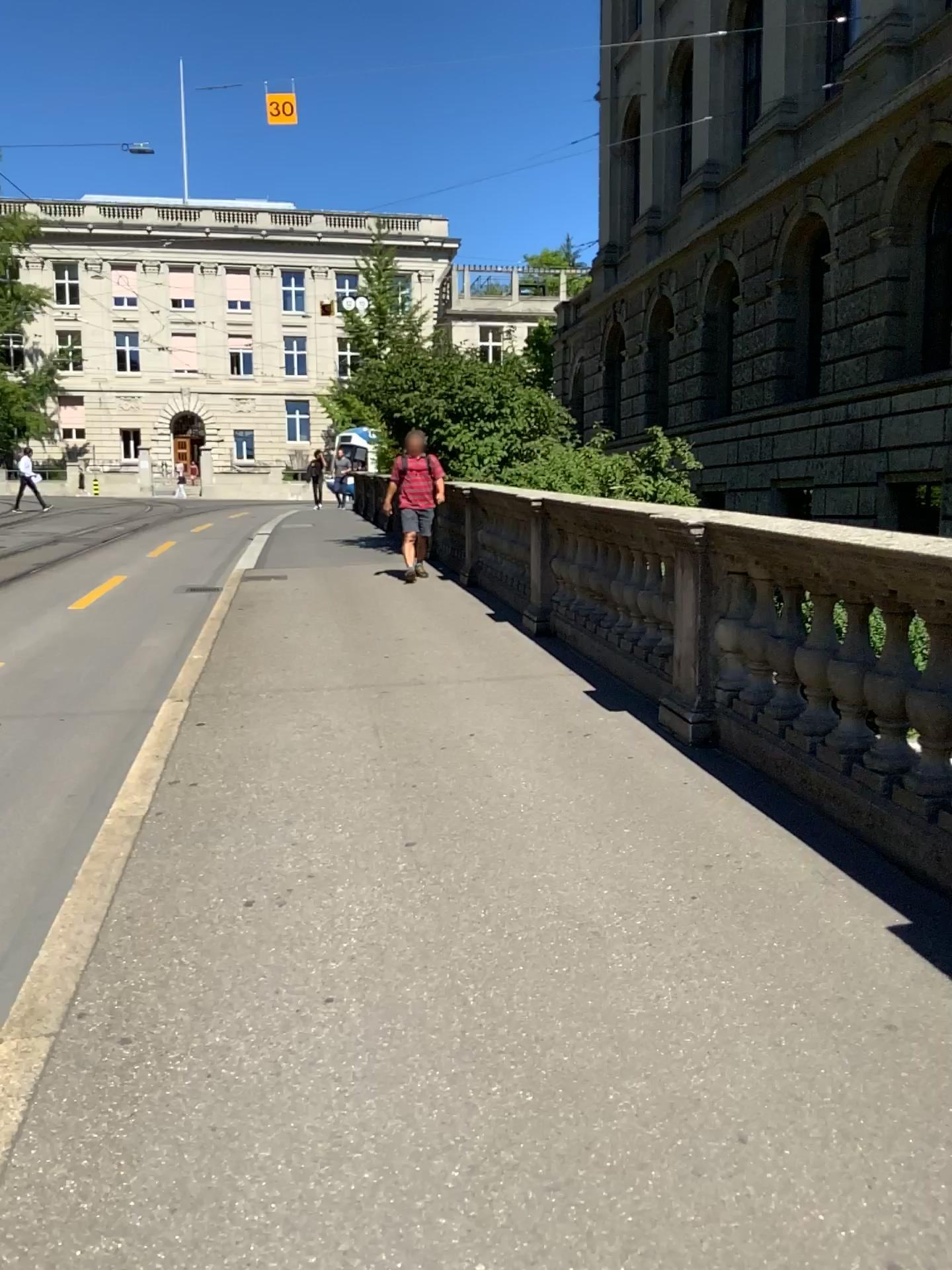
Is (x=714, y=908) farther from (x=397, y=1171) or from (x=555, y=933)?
(x=397, y=1171)
